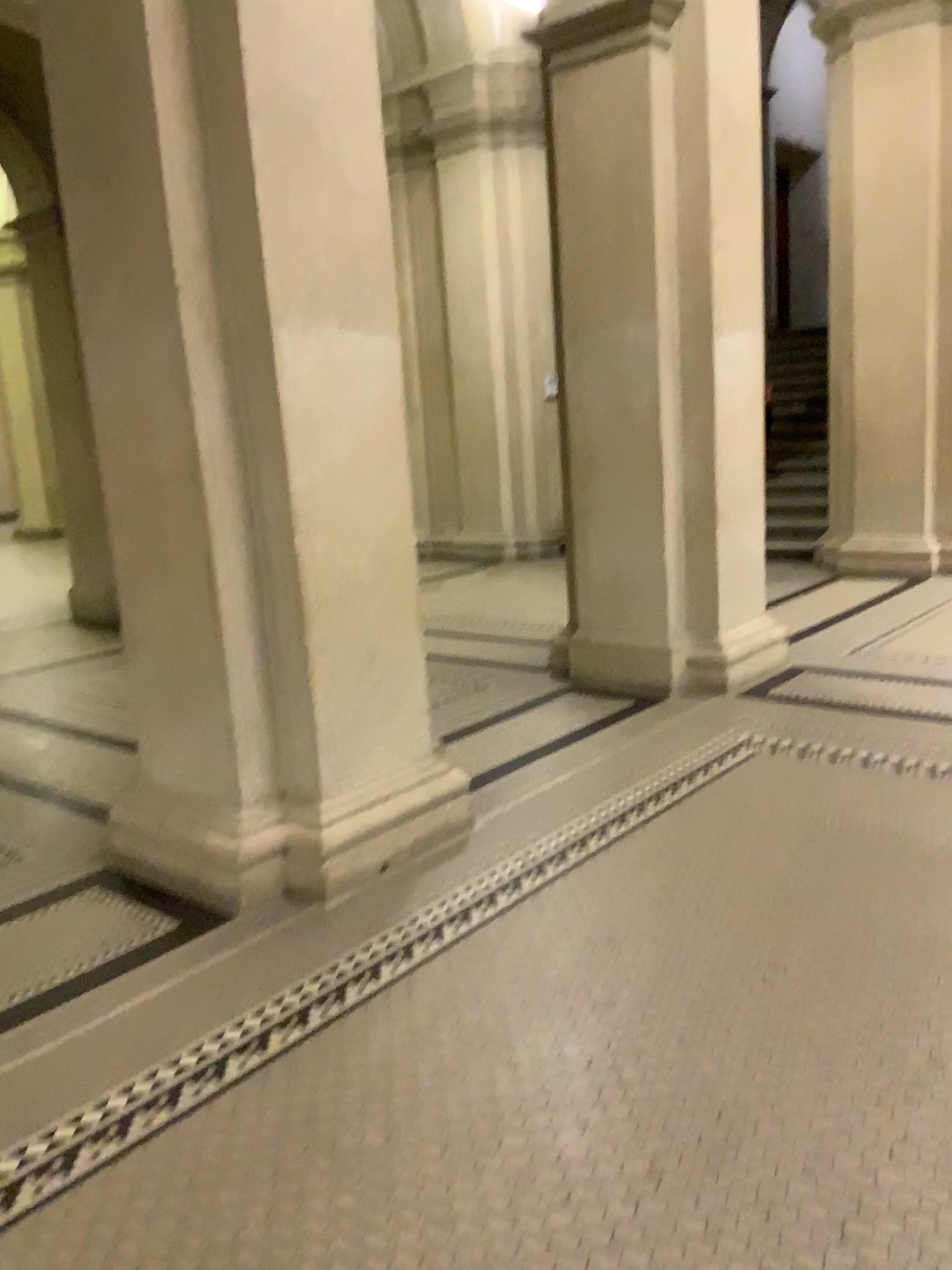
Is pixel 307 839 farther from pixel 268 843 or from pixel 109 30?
pixel 109 30

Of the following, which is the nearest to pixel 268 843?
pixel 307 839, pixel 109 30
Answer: pixel 307 839

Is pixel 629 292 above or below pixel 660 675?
above

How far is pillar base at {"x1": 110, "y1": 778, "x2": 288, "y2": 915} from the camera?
3.2m

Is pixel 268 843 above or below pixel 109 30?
below

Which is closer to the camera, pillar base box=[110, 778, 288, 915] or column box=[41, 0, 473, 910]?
column box=[41, 0, 473, 910]
